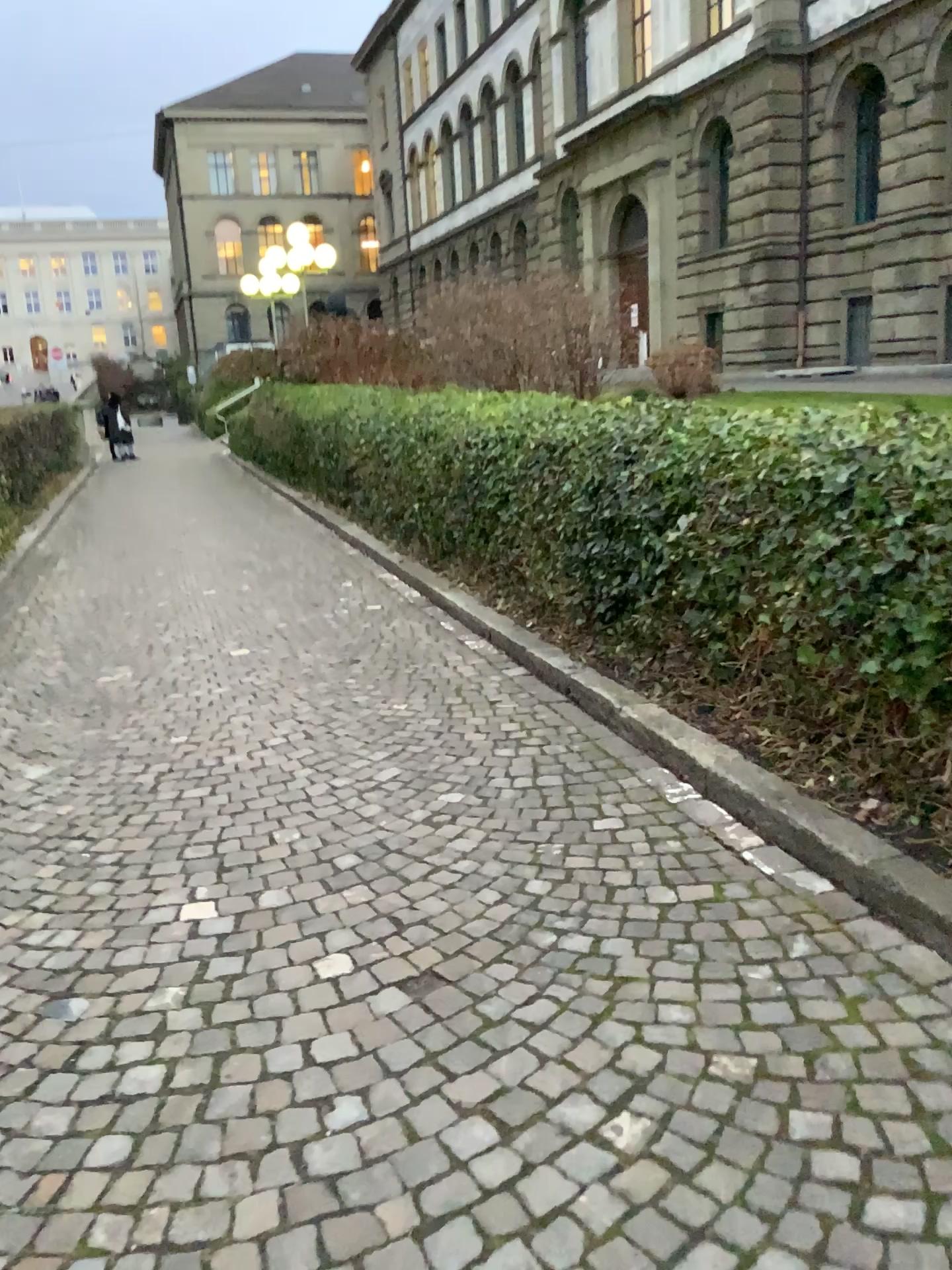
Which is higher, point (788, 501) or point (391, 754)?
point (788, 501)
